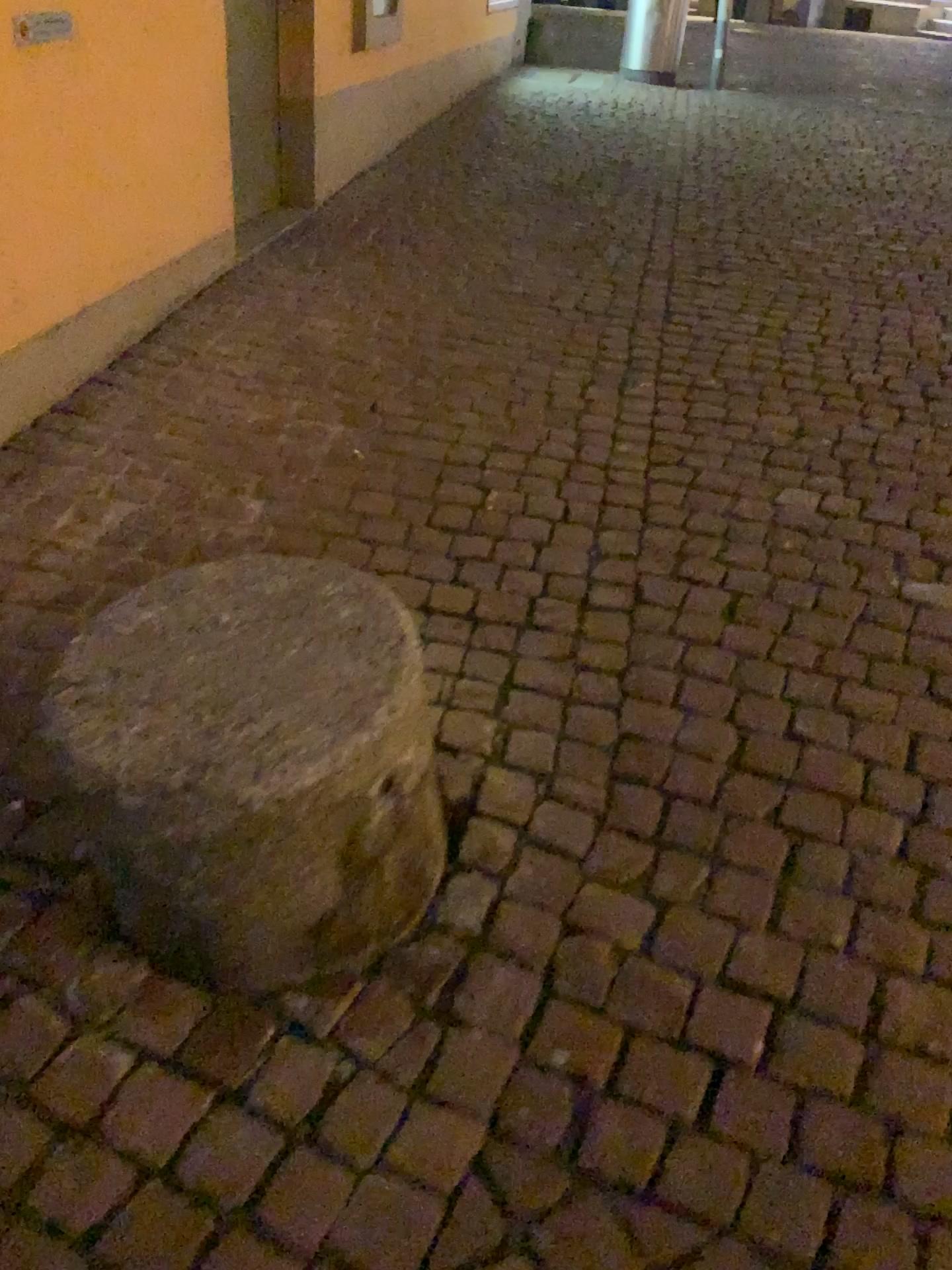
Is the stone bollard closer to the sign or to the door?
the sign

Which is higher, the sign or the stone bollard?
the sign

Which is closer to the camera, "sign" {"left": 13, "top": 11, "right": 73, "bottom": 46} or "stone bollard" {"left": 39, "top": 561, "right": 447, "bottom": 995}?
"stone bollard" {"left": 39, "top": 561, "right": 447, "bottom": 995}

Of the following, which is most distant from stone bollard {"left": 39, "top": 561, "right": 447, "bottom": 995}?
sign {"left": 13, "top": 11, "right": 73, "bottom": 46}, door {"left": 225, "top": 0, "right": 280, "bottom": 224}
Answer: door {"left": 225, "top": 0, "right": 280, "bottom": 224}

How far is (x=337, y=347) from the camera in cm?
324

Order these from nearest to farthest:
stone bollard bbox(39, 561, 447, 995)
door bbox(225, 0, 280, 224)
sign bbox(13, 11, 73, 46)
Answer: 1. stone bollard bbox(39, 561, 447, 995)
2. sign bbox(13, 11, 73, 46)
3. door bbox(225, 0, 280, 224)

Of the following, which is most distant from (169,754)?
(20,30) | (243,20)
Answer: (243,20)

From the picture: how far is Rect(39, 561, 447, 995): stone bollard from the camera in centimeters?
121cm

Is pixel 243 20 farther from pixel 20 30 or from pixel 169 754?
pixel 169 754

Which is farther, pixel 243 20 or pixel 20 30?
pixel 243 20
